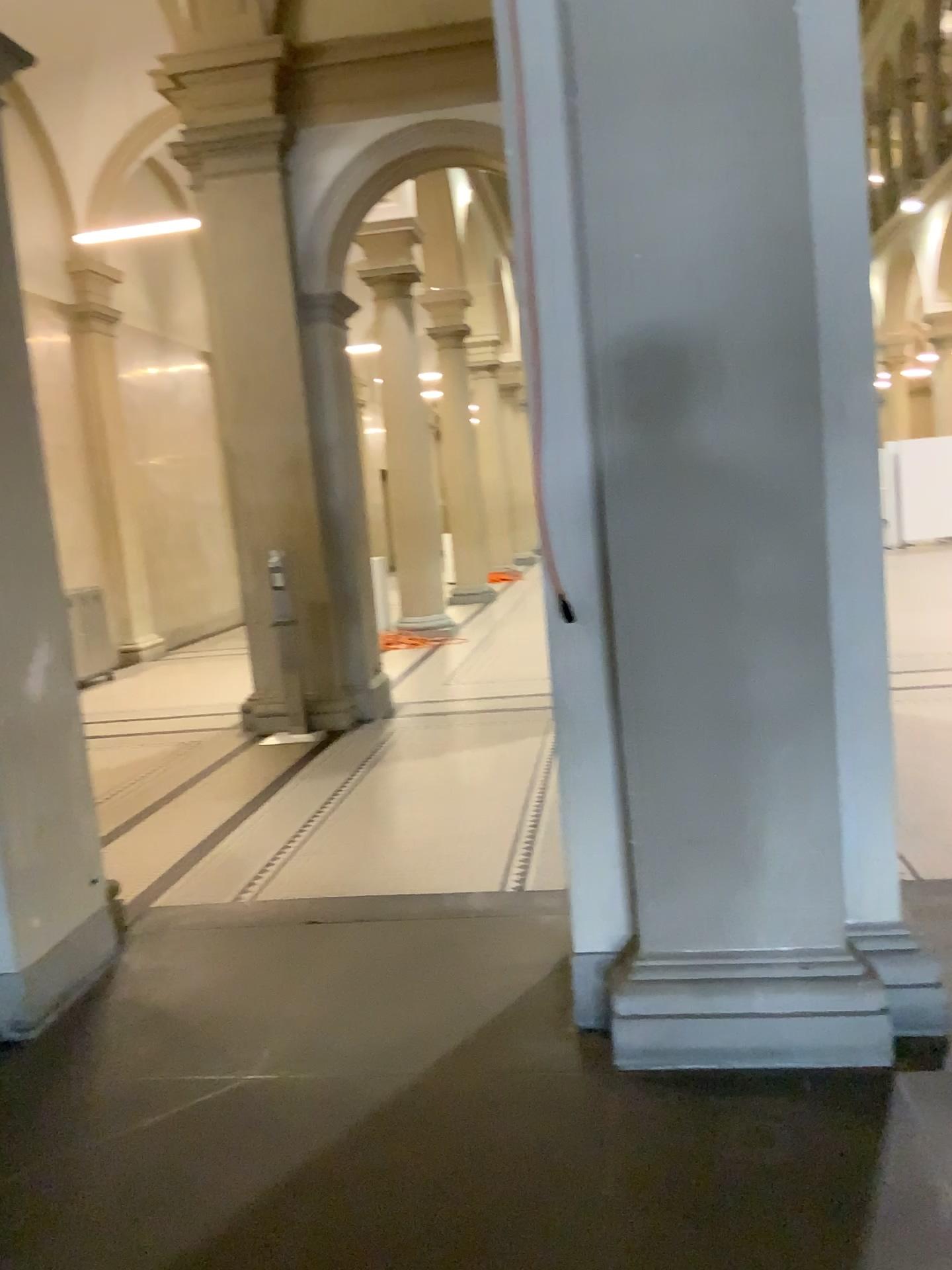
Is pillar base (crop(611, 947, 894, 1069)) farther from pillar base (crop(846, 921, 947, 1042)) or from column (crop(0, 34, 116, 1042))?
column (crop(0, 34, 116, 1042))

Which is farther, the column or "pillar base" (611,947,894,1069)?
the column

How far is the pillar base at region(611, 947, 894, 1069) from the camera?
2.8m

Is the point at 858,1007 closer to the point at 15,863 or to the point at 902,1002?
the point at 902,1002

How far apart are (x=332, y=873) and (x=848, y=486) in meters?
2.7 m

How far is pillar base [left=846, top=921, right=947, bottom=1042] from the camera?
2.8 meters

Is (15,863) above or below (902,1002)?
above

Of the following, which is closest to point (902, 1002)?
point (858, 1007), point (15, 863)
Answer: point (858, 1007)

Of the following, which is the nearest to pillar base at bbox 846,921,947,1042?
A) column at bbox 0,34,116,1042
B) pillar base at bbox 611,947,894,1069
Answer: pillar base at bbox 611,947,894,1069
